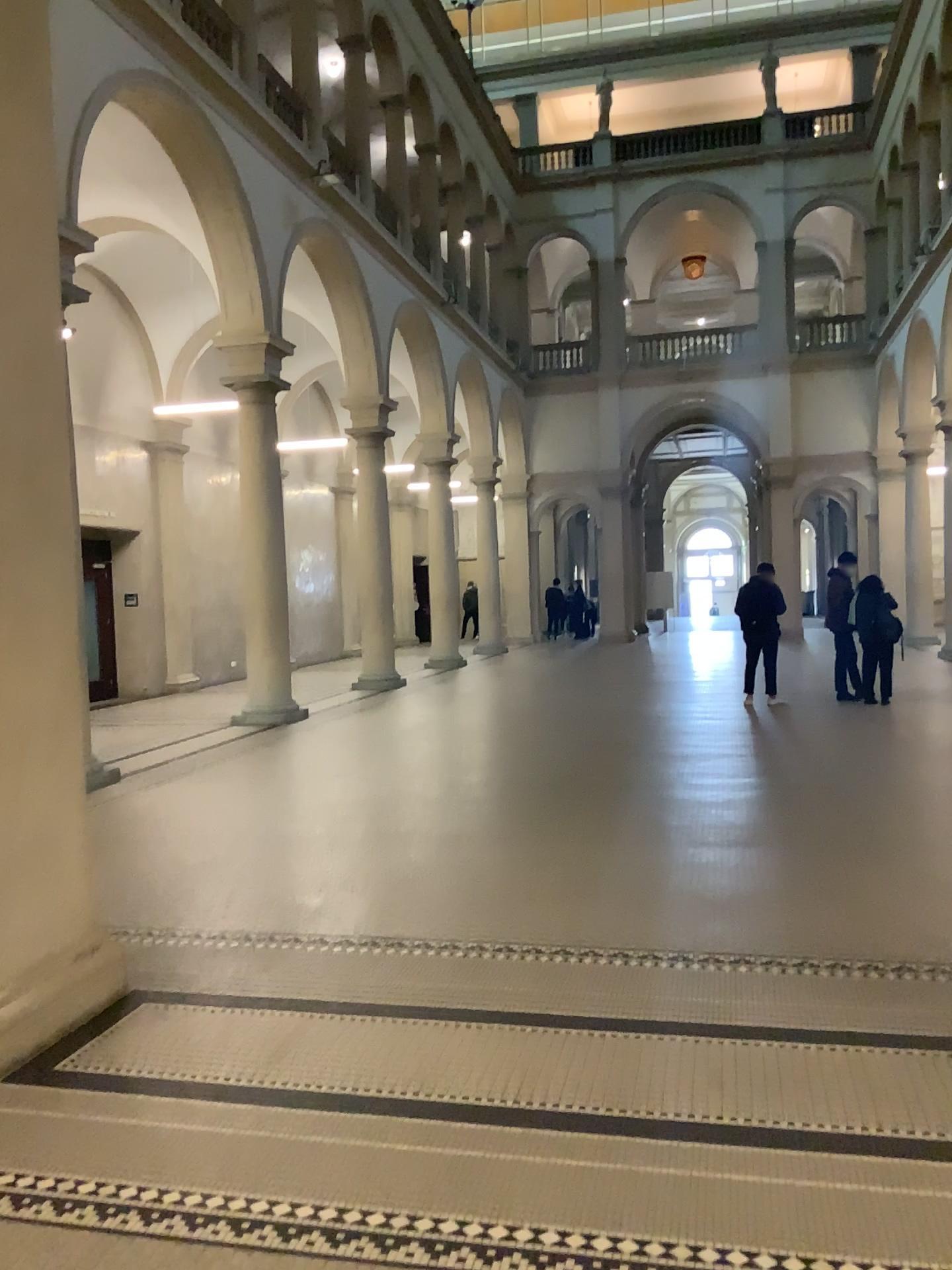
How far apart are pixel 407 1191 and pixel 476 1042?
0.90m
